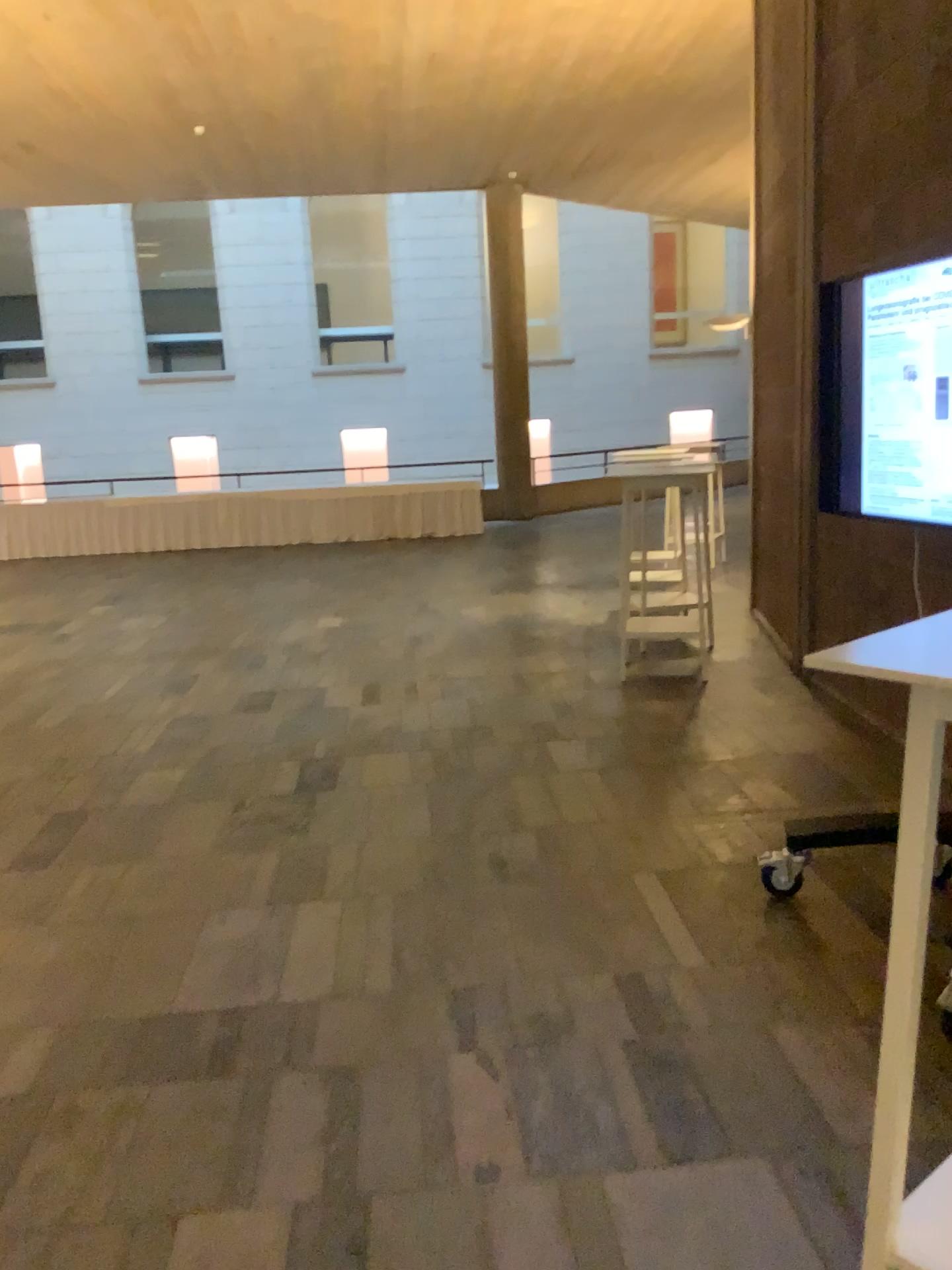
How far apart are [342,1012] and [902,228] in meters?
3.8
